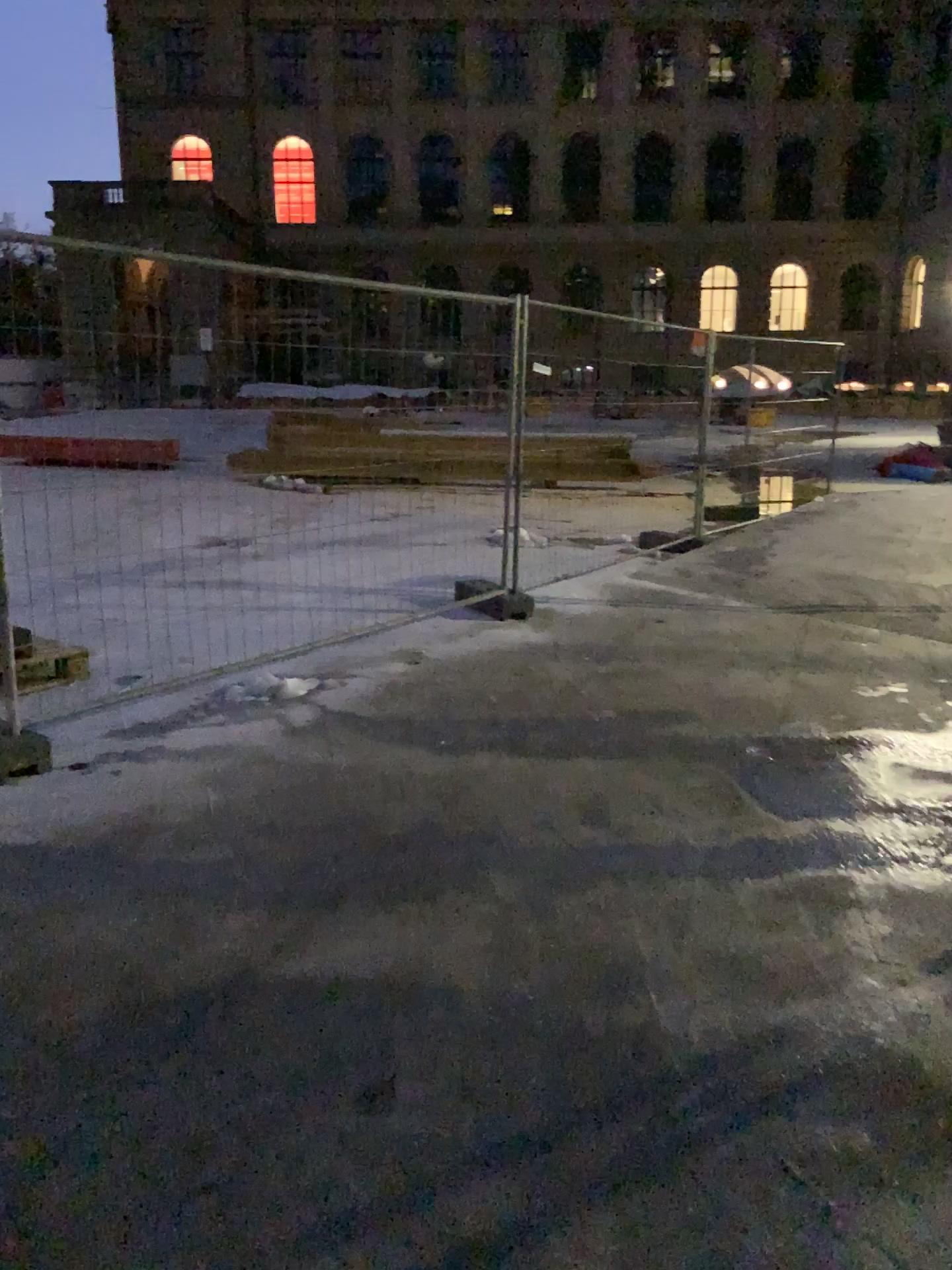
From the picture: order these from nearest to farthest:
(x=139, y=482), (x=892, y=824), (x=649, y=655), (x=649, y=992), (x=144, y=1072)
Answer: (x=144, y=1072) < (x=649, y=992) < (x=892, y=824) < (x=139, y=482) < (x=649, y=655)
